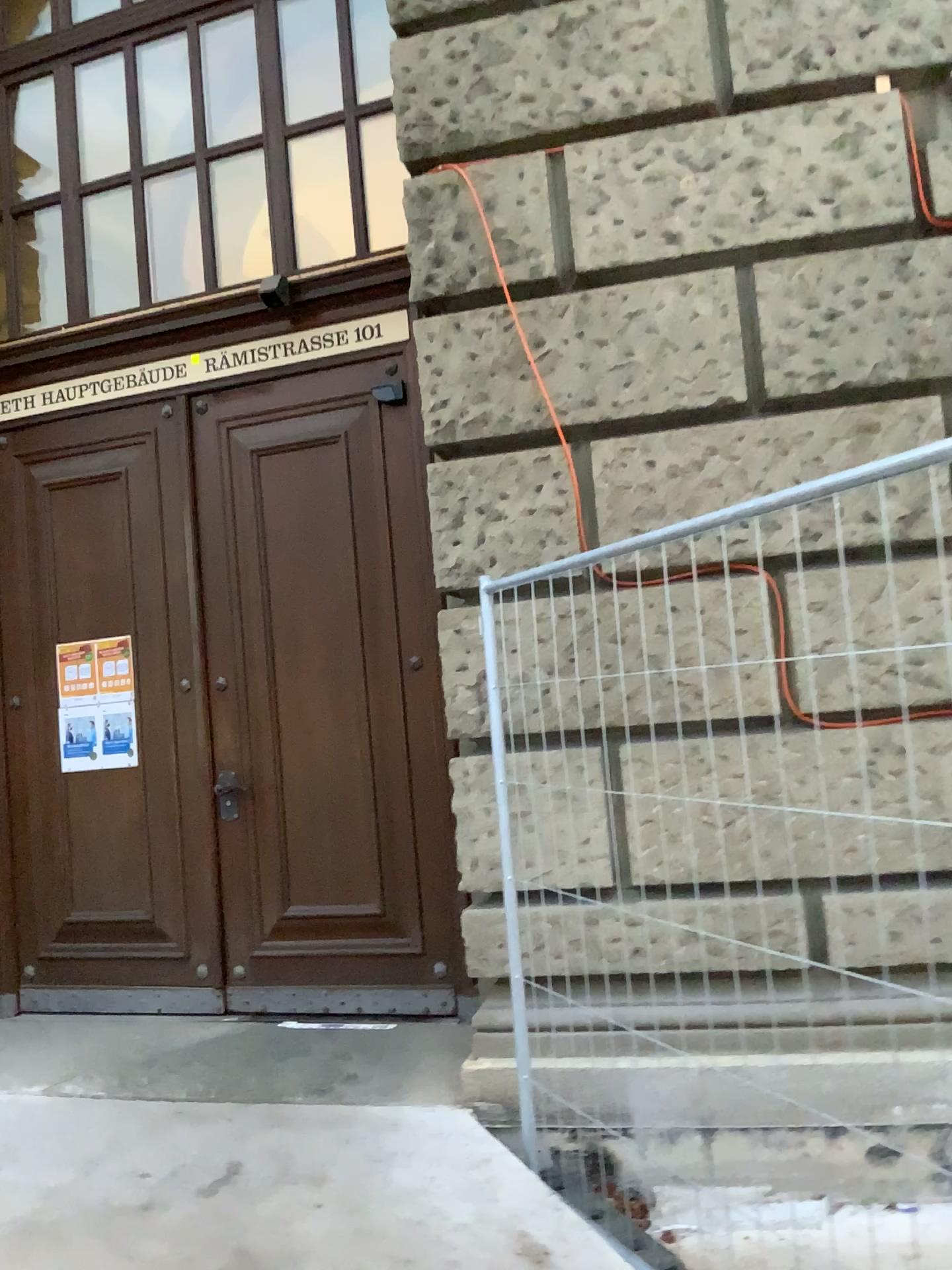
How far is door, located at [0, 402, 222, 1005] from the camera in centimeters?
475cm

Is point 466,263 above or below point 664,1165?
above

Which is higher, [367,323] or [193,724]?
[367,323]

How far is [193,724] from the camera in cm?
475
